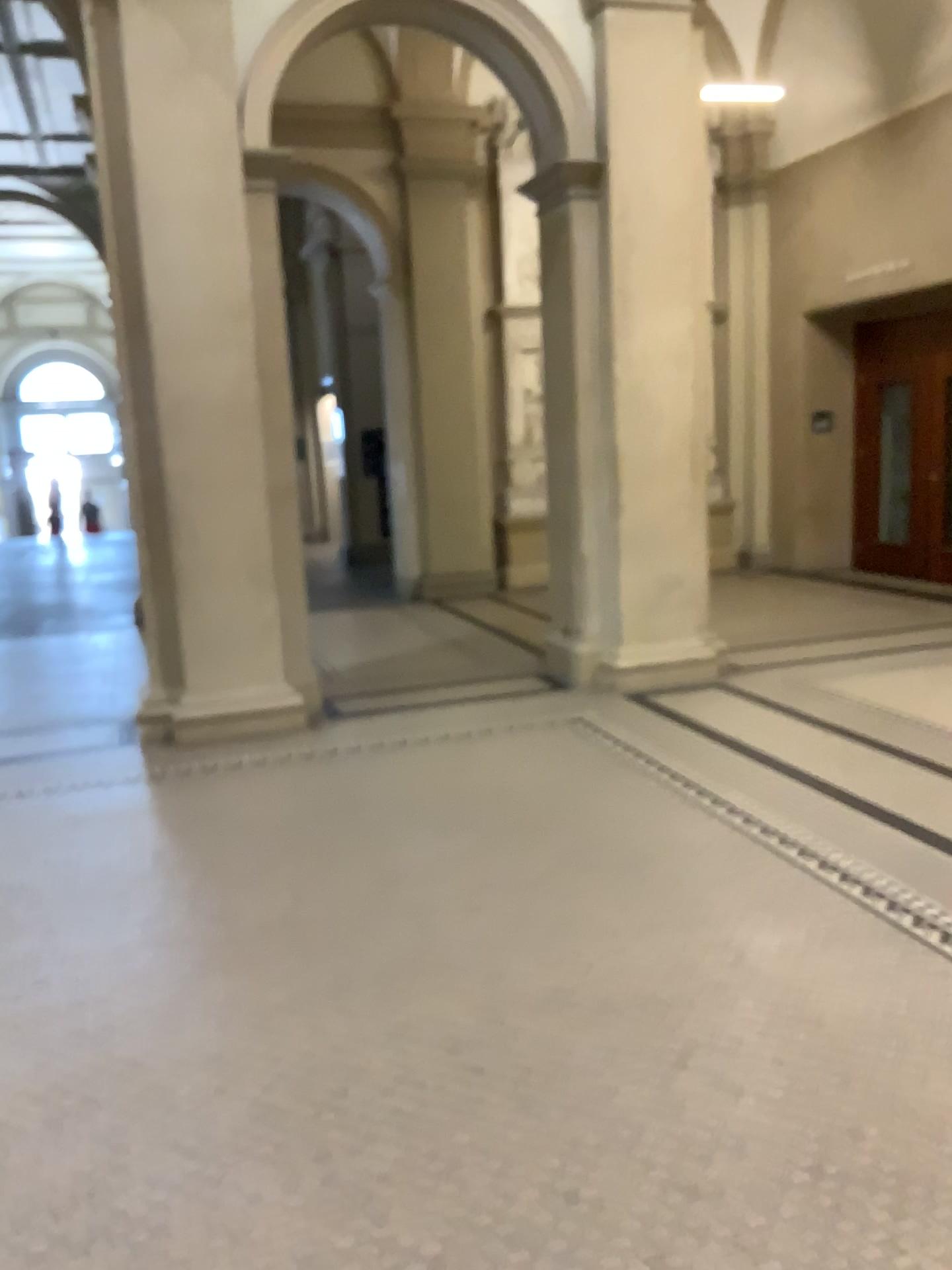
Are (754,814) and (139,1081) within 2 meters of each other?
no
